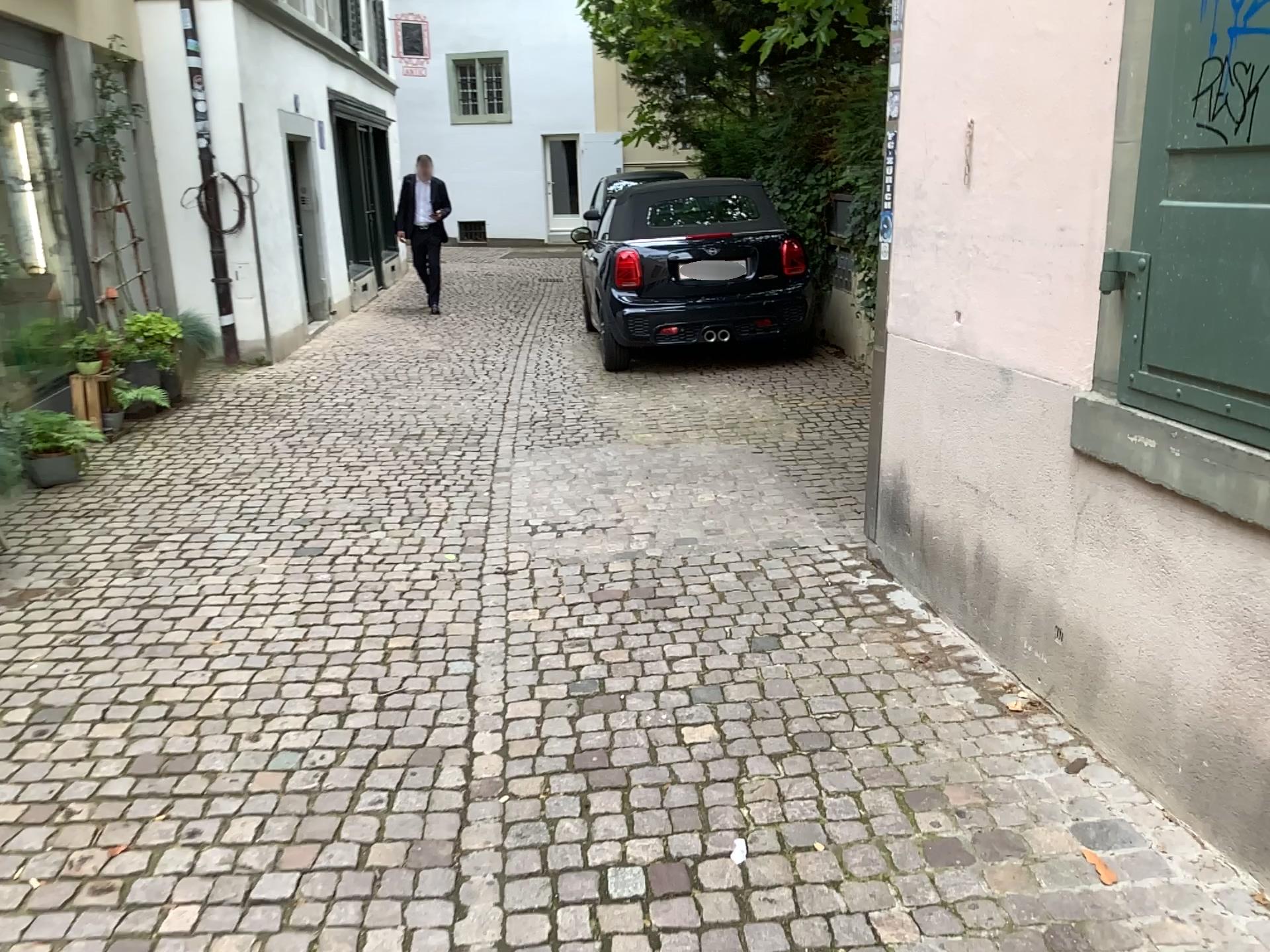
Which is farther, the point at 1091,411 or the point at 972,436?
the point at 972,436

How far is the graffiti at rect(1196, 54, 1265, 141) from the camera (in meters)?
2.05

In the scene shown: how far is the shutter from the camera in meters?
2.1

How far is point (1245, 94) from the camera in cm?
205

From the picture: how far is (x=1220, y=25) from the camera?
2.07m
